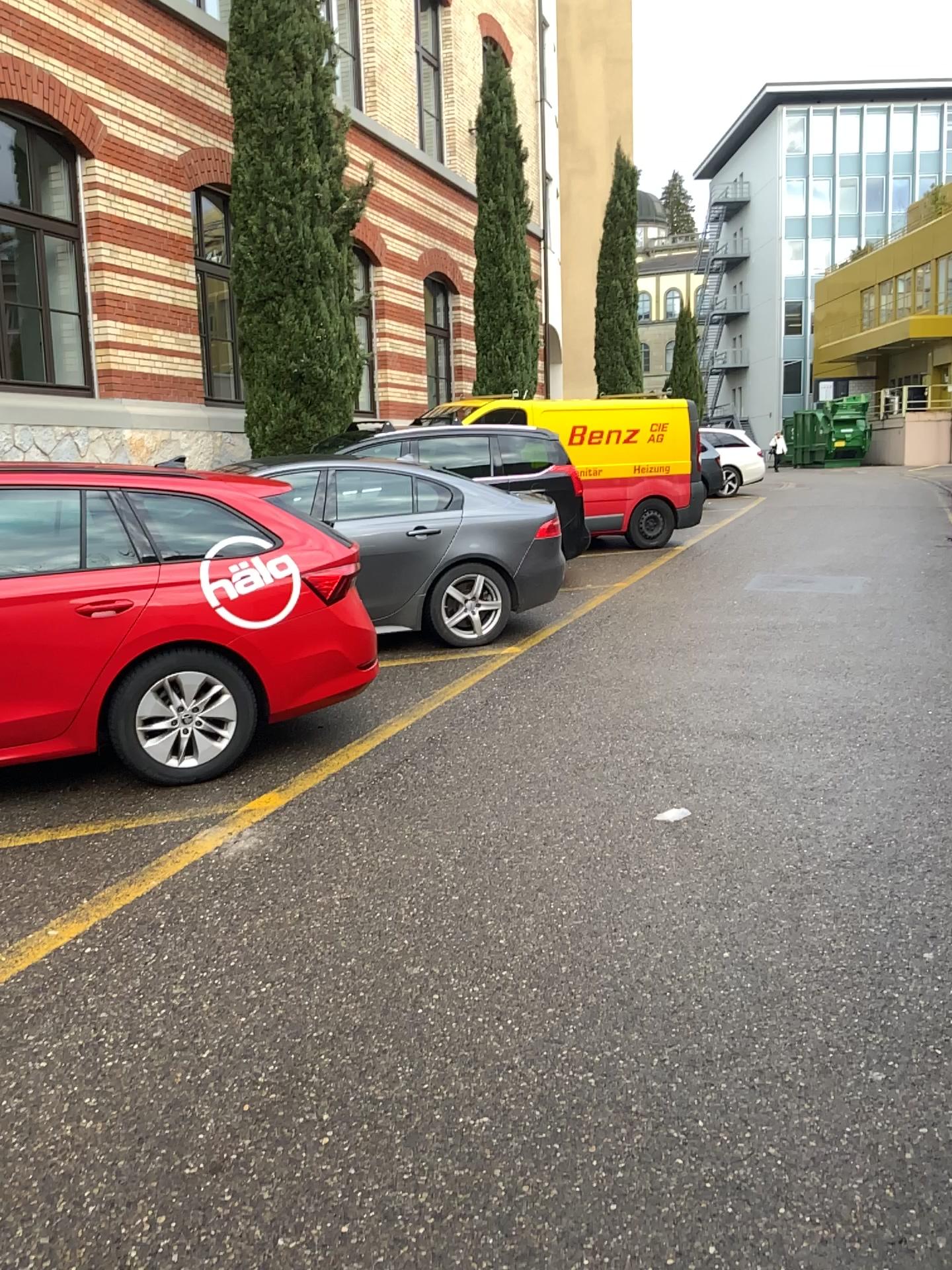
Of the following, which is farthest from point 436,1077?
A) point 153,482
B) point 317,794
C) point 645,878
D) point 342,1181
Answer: point 153,482
